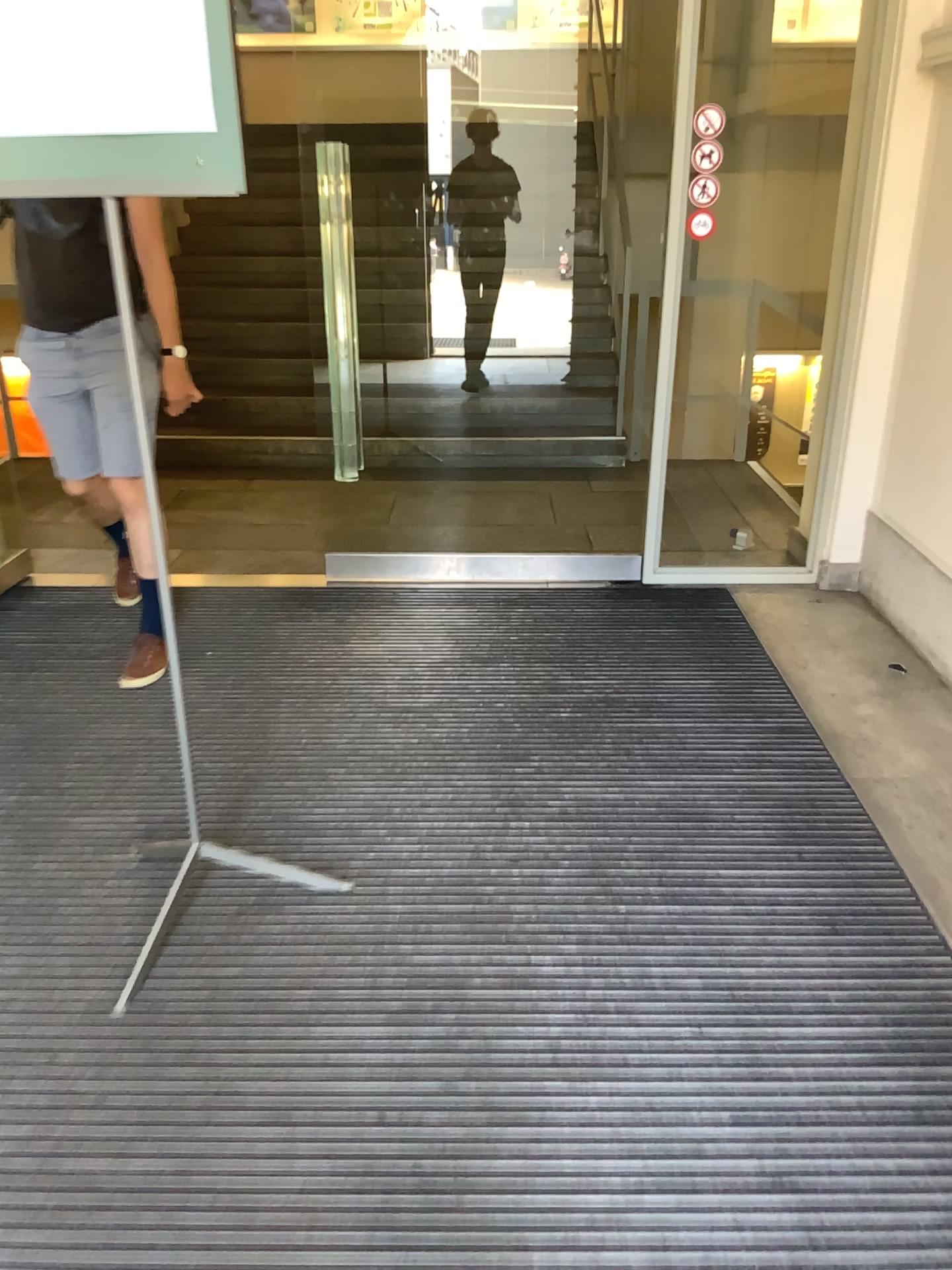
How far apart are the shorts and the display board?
1.37m

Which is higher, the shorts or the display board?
the display board

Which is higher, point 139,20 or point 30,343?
point 139,20

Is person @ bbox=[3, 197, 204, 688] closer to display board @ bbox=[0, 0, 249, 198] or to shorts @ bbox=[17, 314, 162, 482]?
shorts @ bbox=[17, 314, 162, 482]

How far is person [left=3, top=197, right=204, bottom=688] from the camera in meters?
3.0

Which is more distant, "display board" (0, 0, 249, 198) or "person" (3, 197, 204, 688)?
"person" (3, 197, 204, 688)

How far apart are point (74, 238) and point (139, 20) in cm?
156

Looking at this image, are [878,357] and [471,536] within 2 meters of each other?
yes

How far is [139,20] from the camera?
1.59m

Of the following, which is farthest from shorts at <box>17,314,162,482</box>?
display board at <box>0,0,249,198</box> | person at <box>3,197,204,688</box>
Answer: display board at <box>0,0,249,198</box>
